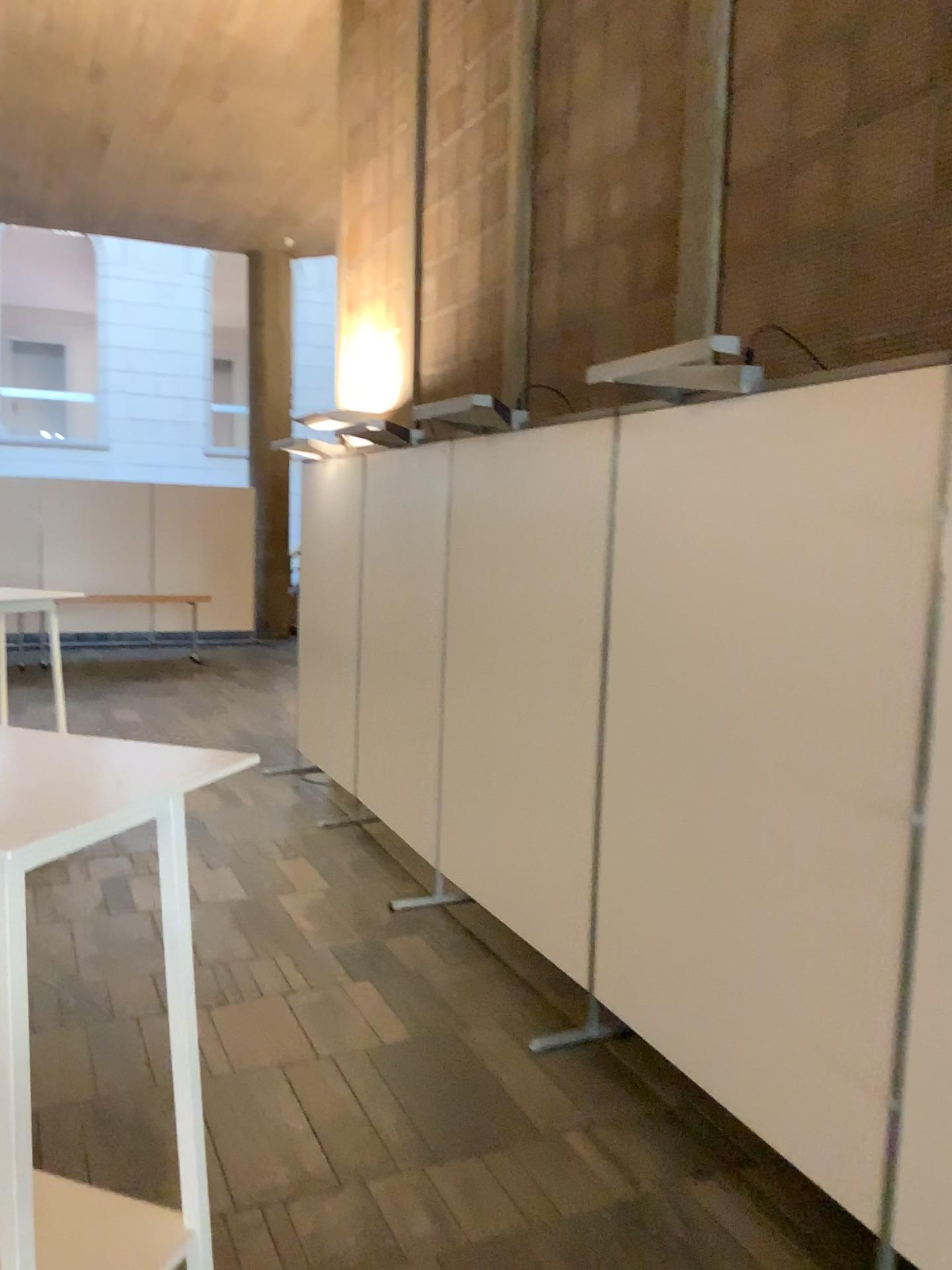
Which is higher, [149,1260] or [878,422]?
[878,422]

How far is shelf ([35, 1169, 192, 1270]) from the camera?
1.8 meters

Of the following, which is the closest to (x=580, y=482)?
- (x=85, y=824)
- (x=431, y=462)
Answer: (x=431, y=462)

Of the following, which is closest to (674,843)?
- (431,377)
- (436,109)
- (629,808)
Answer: (629,808)

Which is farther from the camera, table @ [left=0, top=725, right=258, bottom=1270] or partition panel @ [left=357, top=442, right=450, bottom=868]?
partition panel @ [left=357, top=442, right=450, bottom=868]

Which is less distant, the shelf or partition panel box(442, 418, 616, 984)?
the shelf

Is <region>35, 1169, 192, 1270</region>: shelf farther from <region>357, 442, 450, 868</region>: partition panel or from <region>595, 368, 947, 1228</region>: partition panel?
<region>357, 442, 450, 868</region>: partition panel

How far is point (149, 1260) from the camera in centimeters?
185cm

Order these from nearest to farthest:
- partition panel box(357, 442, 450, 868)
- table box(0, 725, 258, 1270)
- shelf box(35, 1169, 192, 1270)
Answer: table box(0, 725, 258, 1270) → shelf box(35, 1169, 192, 1270) → partition panel box(357, 442, 450, 868)

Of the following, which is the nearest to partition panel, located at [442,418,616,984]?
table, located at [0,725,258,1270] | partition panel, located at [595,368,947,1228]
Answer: partition panel, located at [595,368,947,1228]
